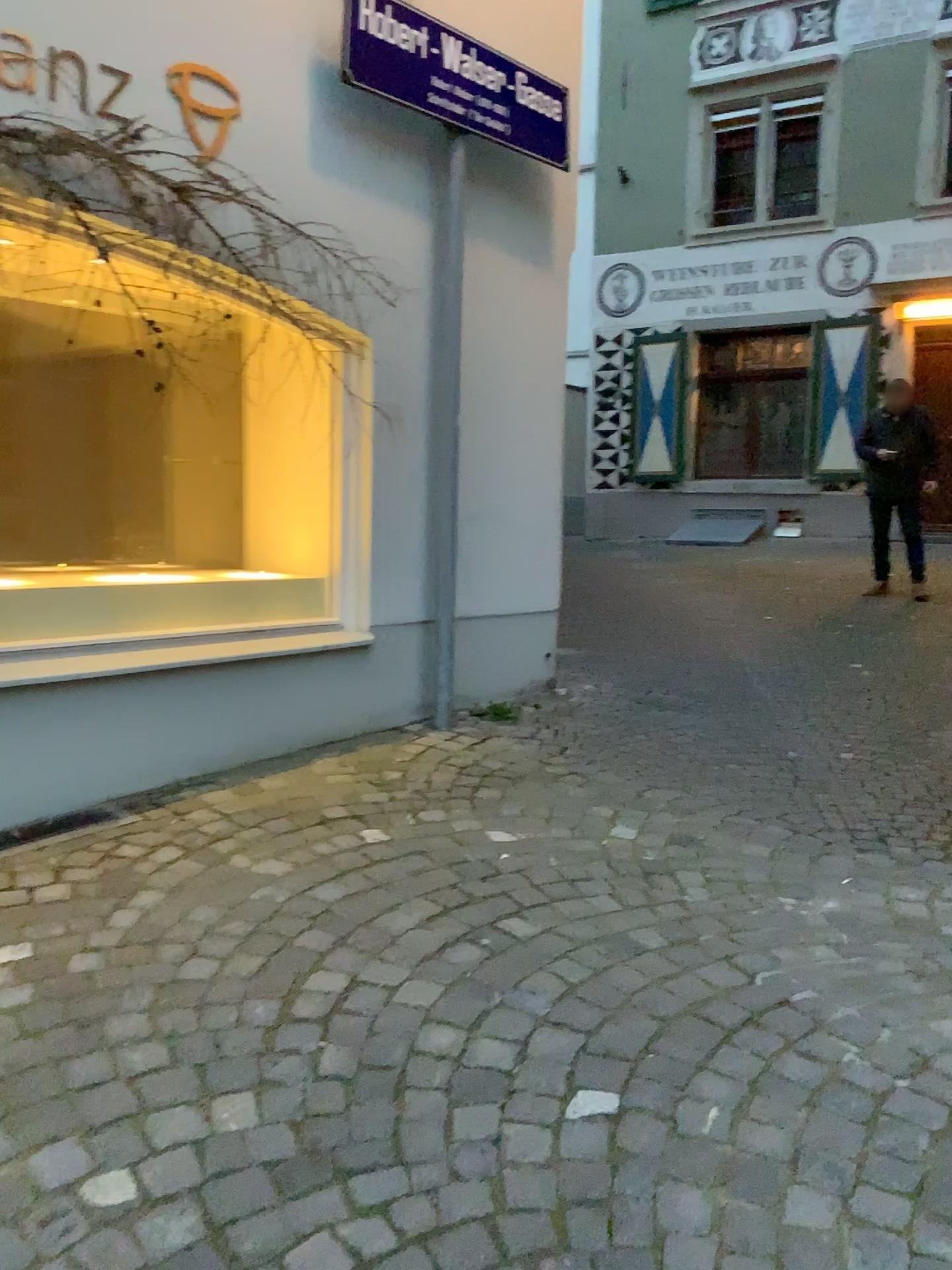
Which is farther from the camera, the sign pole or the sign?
the sign pole

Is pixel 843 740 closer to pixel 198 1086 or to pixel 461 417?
pixel 461 417

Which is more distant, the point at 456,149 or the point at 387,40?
the point at 456,149
